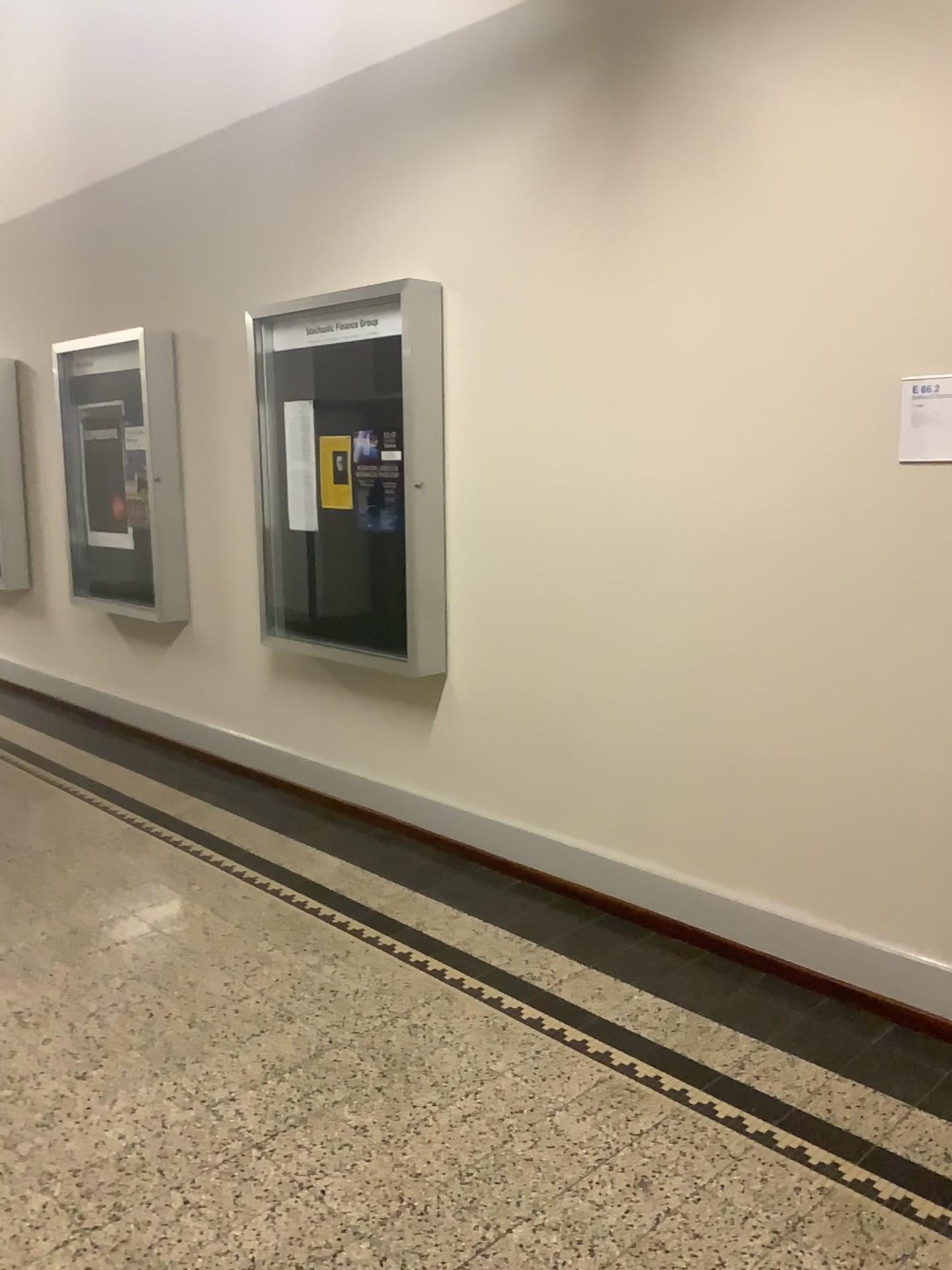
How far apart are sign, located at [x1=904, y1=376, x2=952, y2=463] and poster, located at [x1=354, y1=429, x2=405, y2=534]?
1.97m

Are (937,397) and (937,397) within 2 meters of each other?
yes

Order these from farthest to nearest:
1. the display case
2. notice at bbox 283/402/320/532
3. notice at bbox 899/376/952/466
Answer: notice at bbox 283/402/320/532
the display case
notice at bbox 899/376/952/466

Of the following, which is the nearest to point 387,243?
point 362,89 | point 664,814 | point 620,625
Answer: point 362,89

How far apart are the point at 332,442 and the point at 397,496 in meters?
0.5 m

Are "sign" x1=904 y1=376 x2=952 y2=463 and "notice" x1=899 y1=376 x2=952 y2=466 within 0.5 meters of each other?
yes

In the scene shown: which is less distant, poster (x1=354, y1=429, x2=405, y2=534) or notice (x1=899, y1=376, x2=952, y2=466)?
notice (x1=899, y1=376, x2=952, y2=466)

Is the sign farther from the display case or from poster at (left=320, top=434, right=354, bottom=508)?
poster at (left=320, top=434, right=354, bottom=508)

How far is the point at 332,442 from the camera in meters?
4.4

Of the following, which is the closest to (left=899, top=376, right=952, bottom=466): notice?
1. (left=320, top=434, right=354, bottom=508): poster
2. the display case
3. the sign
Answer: the sign
